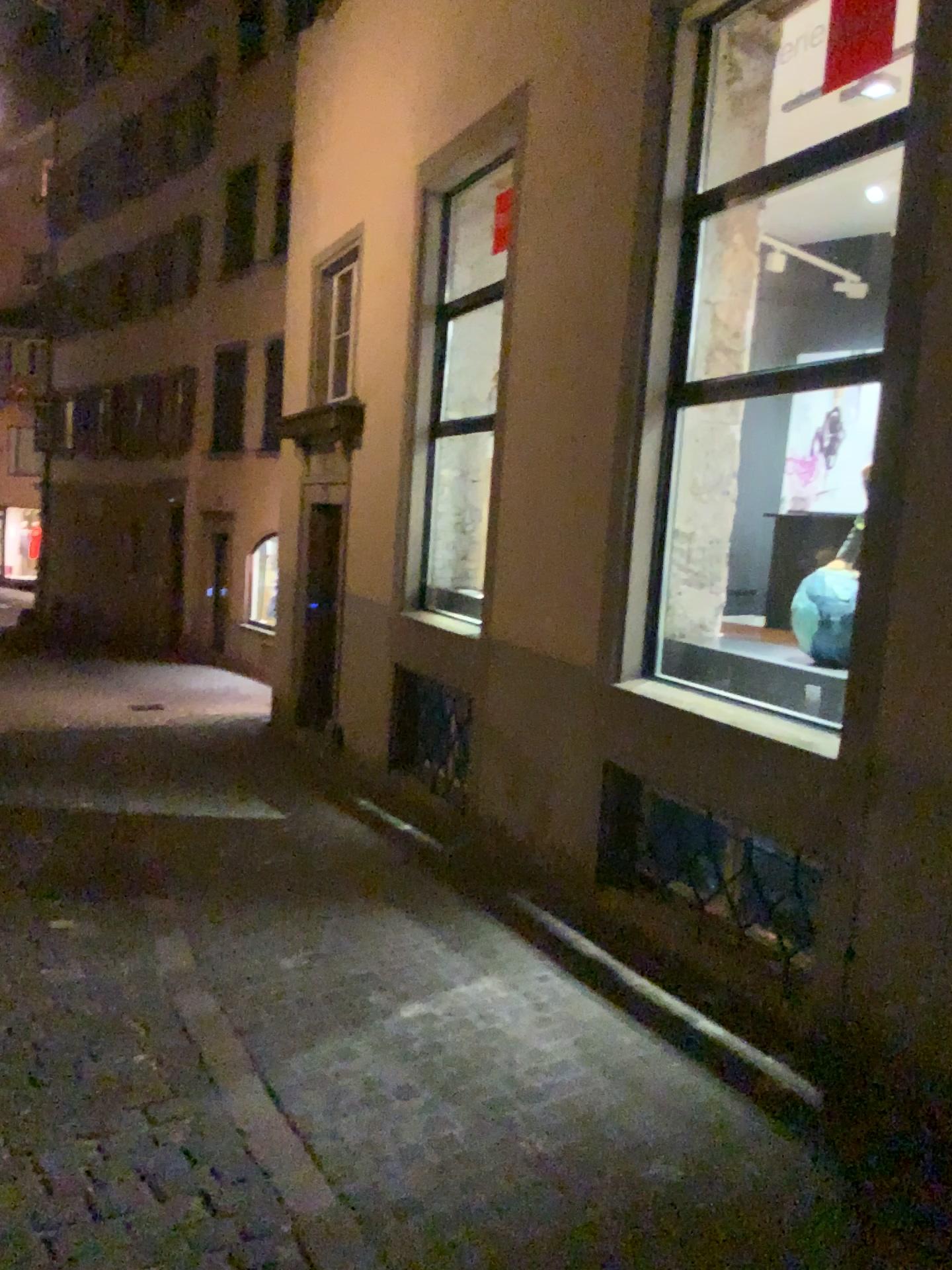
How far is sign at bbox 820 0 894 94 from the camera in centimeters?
355cm

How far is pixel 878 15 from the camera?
3.55m

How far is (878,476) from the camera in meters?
3.4
